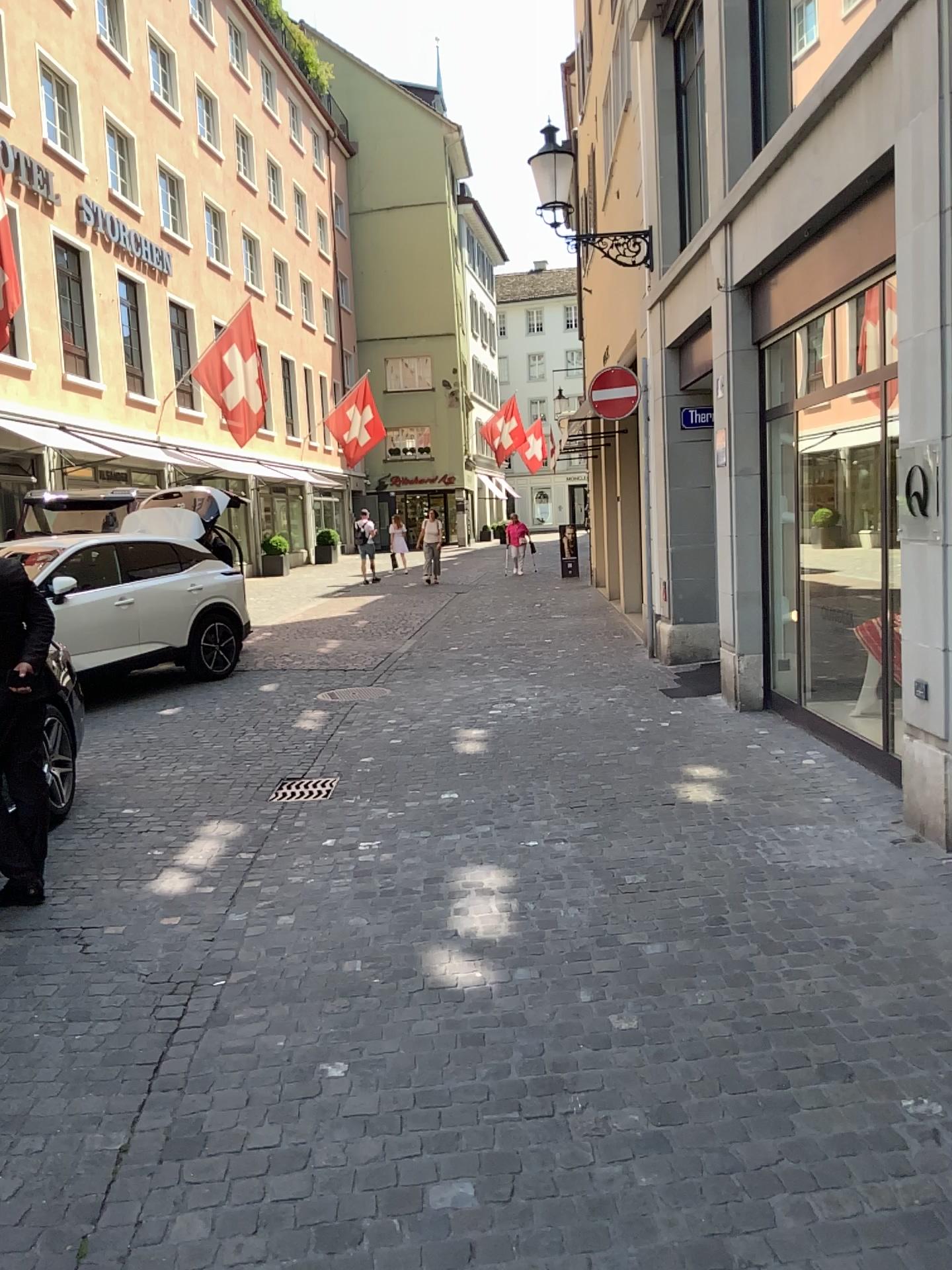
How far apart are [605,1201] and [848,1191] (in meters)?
0.55
